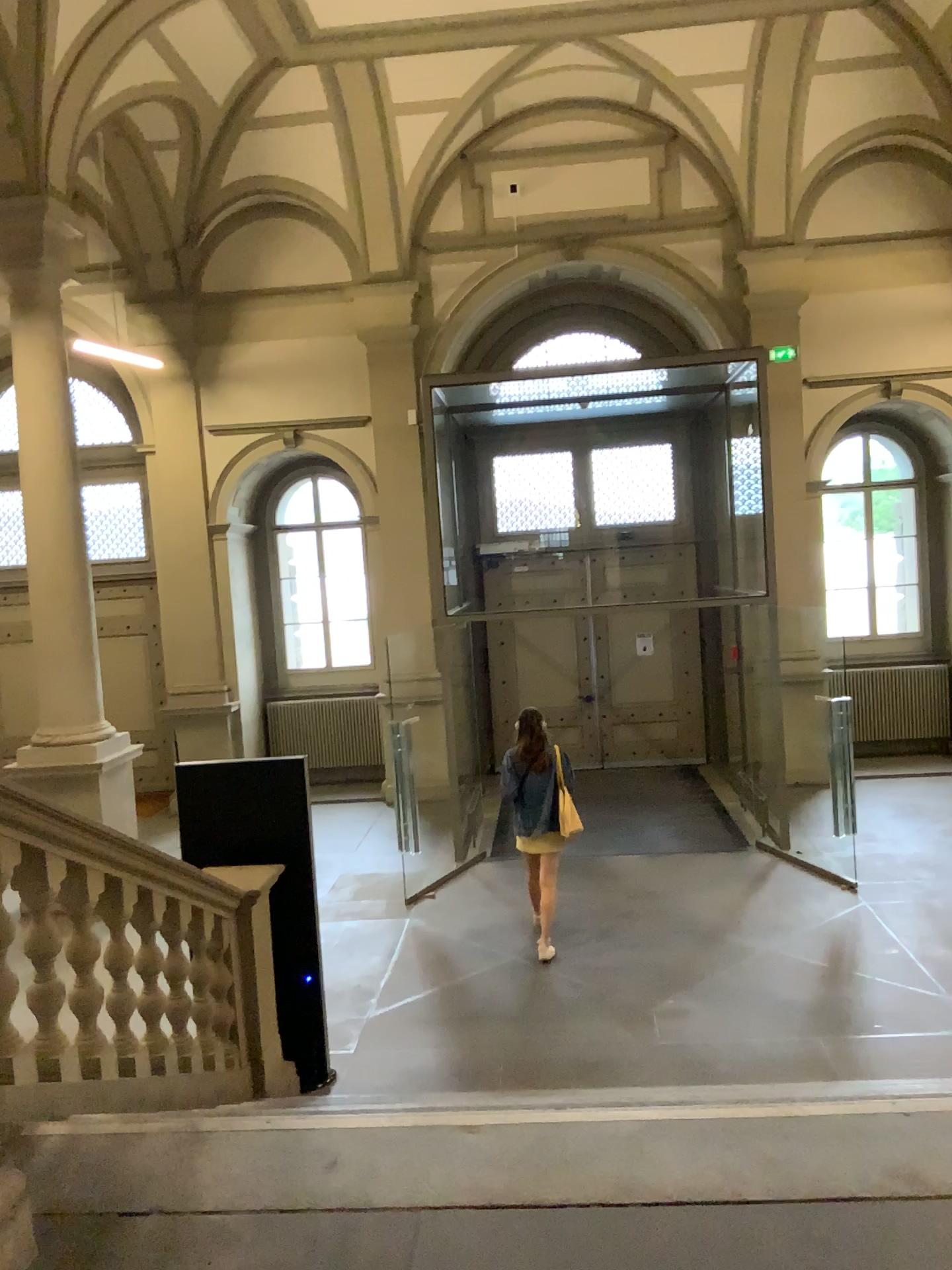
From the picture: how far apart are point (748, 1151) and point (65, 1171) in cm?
172
